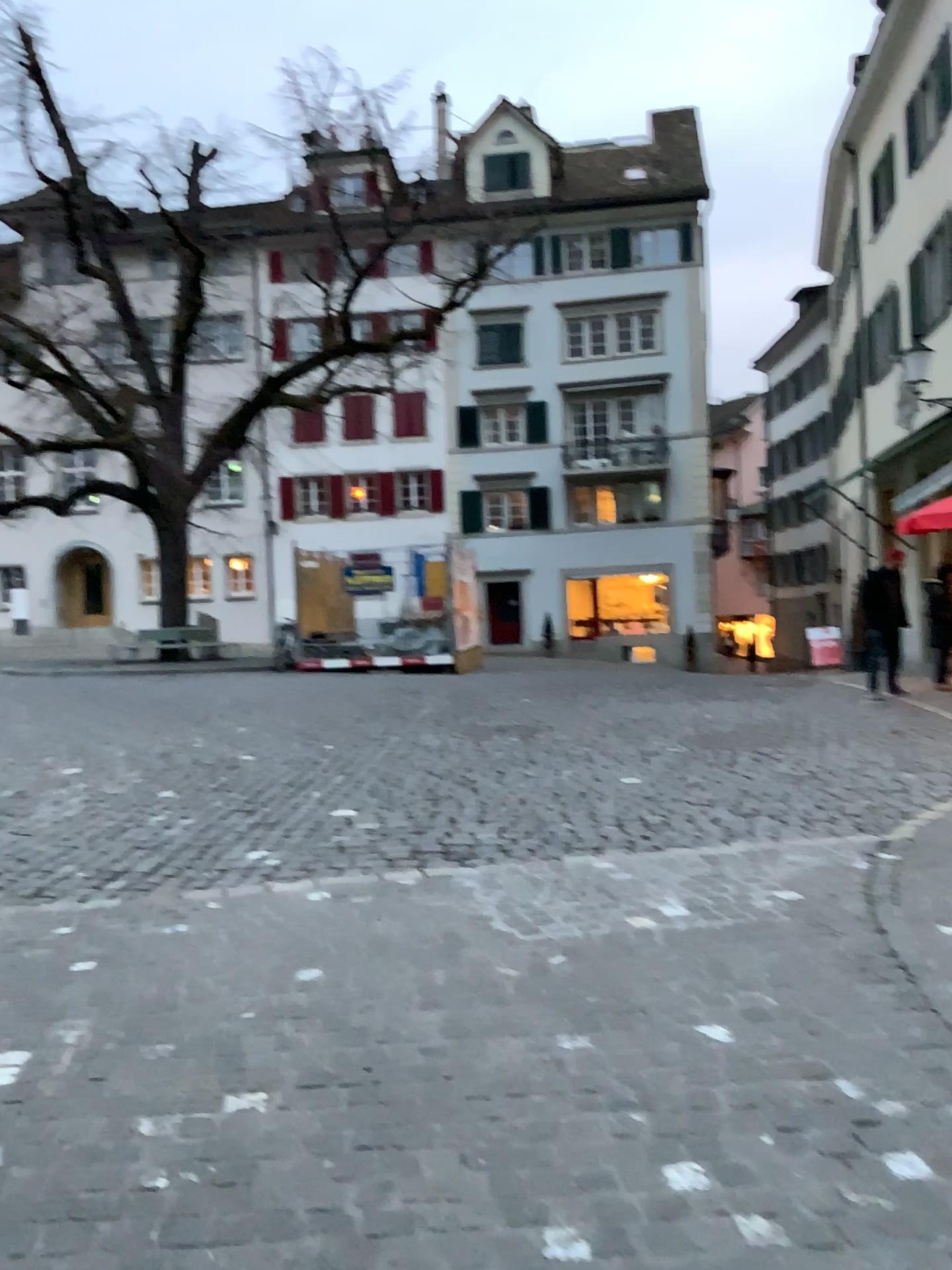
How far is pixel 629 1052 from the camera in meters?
3.0
